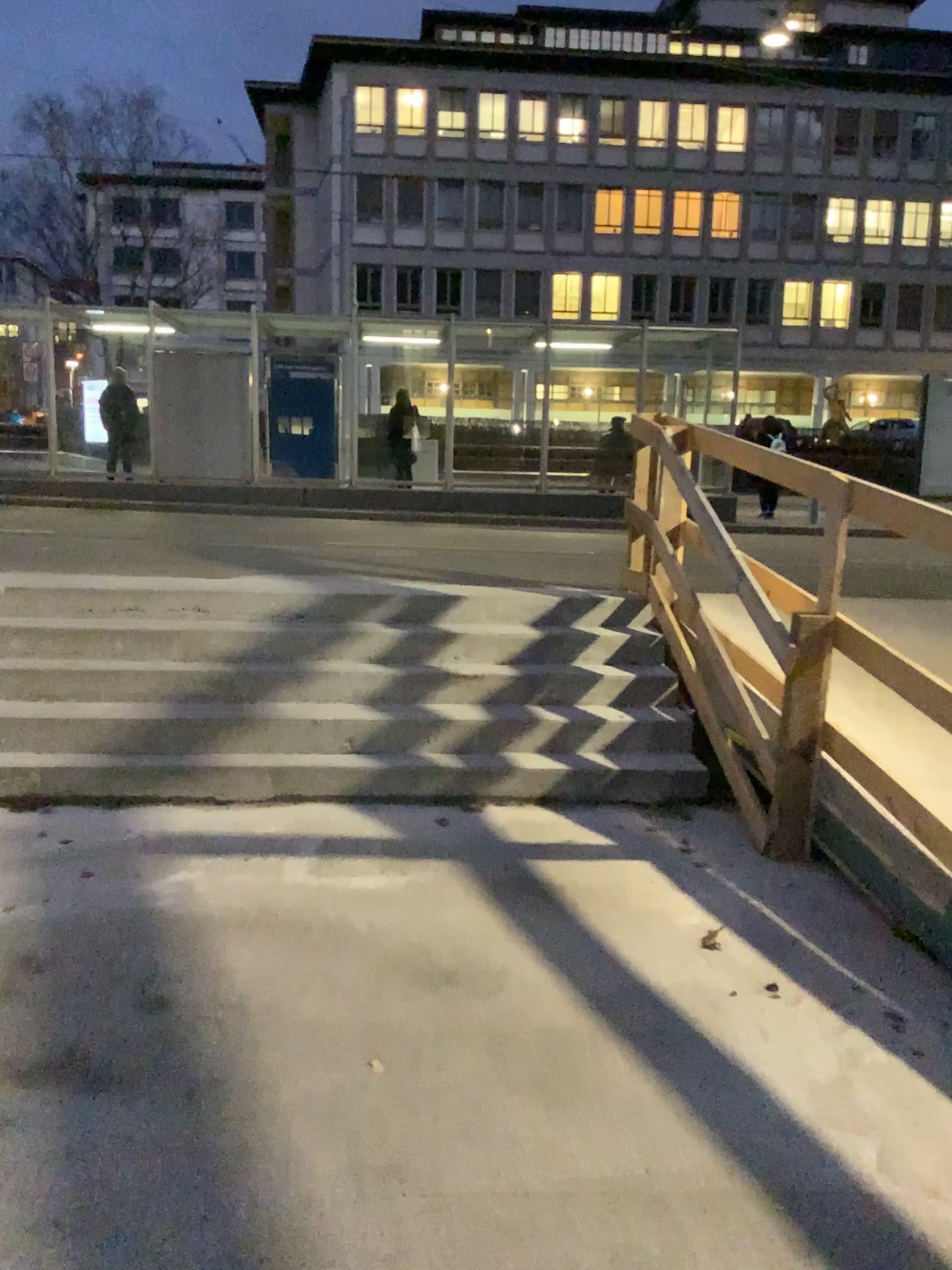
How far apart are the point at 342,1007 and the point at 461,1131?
0.7 meters
